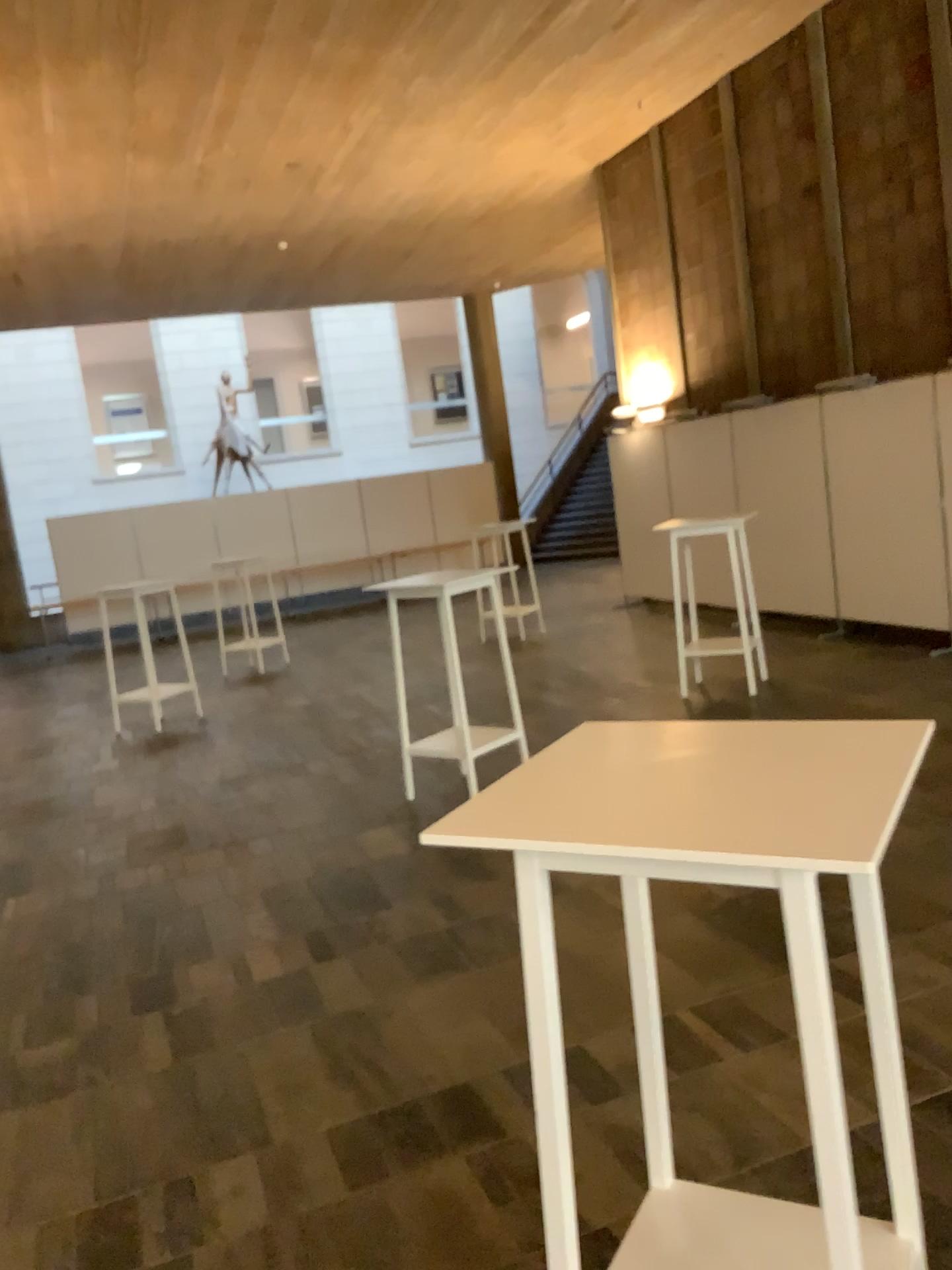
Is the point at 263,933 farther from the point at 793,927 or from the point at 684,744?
the point at 793,927

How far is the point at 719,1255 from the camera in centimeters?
178cm

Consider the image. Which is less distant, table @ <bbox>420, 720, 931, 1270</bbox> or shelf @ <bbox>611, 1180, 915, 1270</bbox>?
table @ <bbox>420, 720, 931, 1270</bbox>

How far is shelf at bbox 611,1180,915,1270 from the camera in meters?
1.8 m

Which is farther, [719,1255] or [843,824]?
[719,1255]

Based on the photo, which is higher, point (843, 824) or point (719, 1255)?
→ point (843, 824)
